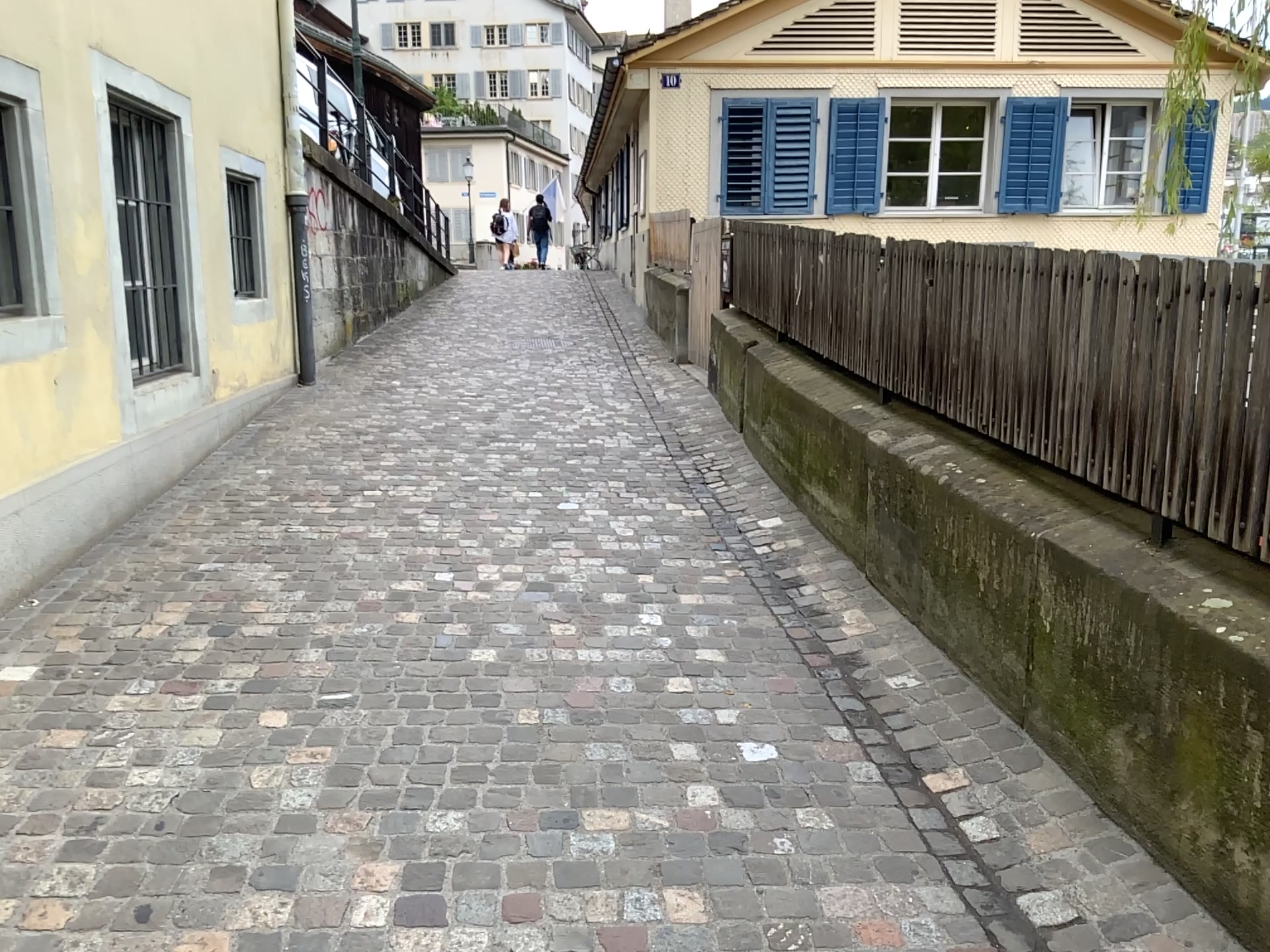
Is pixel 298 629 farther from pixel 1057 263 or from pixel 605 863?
pixel 1057 263
